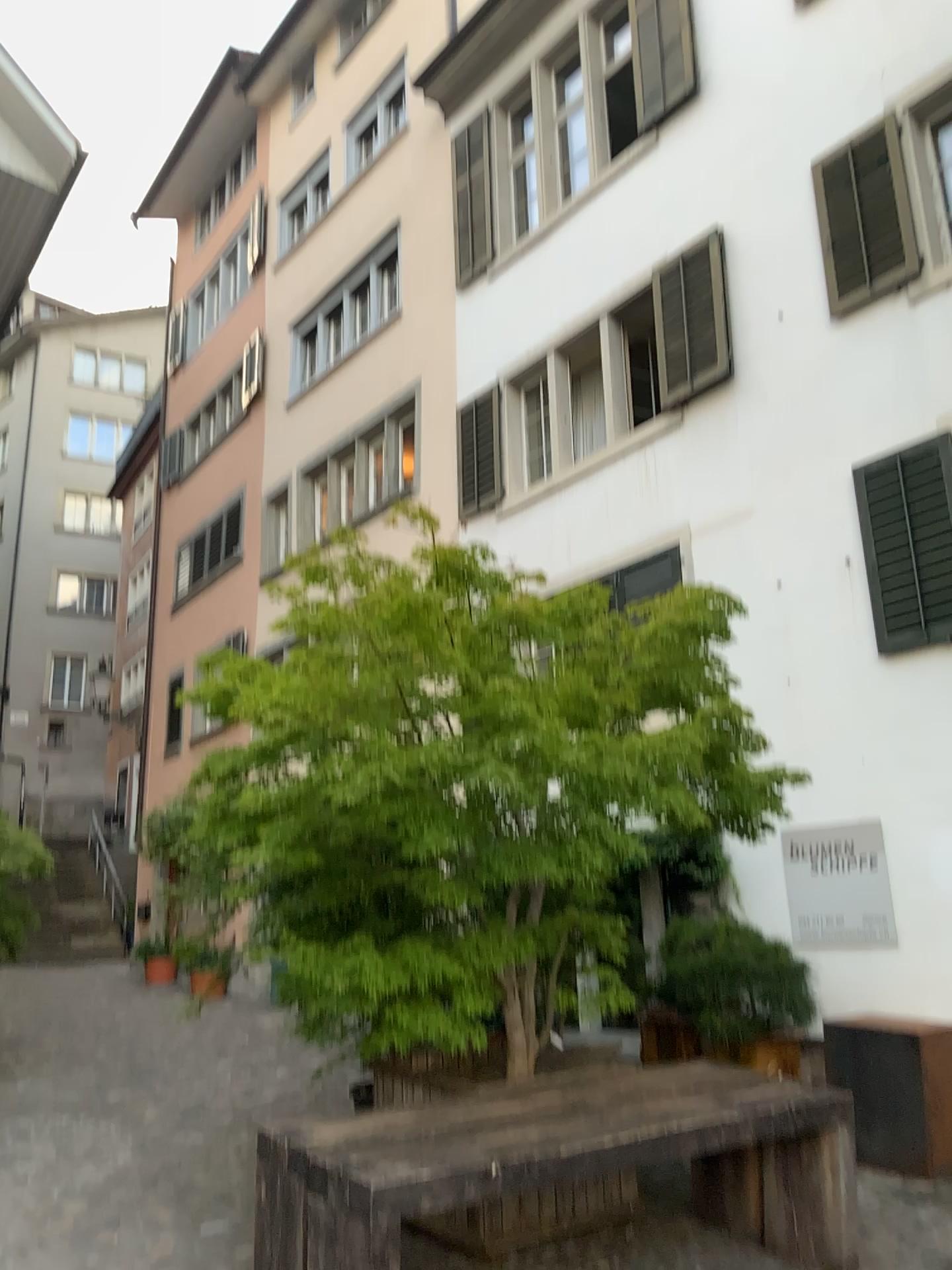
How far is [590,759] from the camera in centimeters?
432cm
